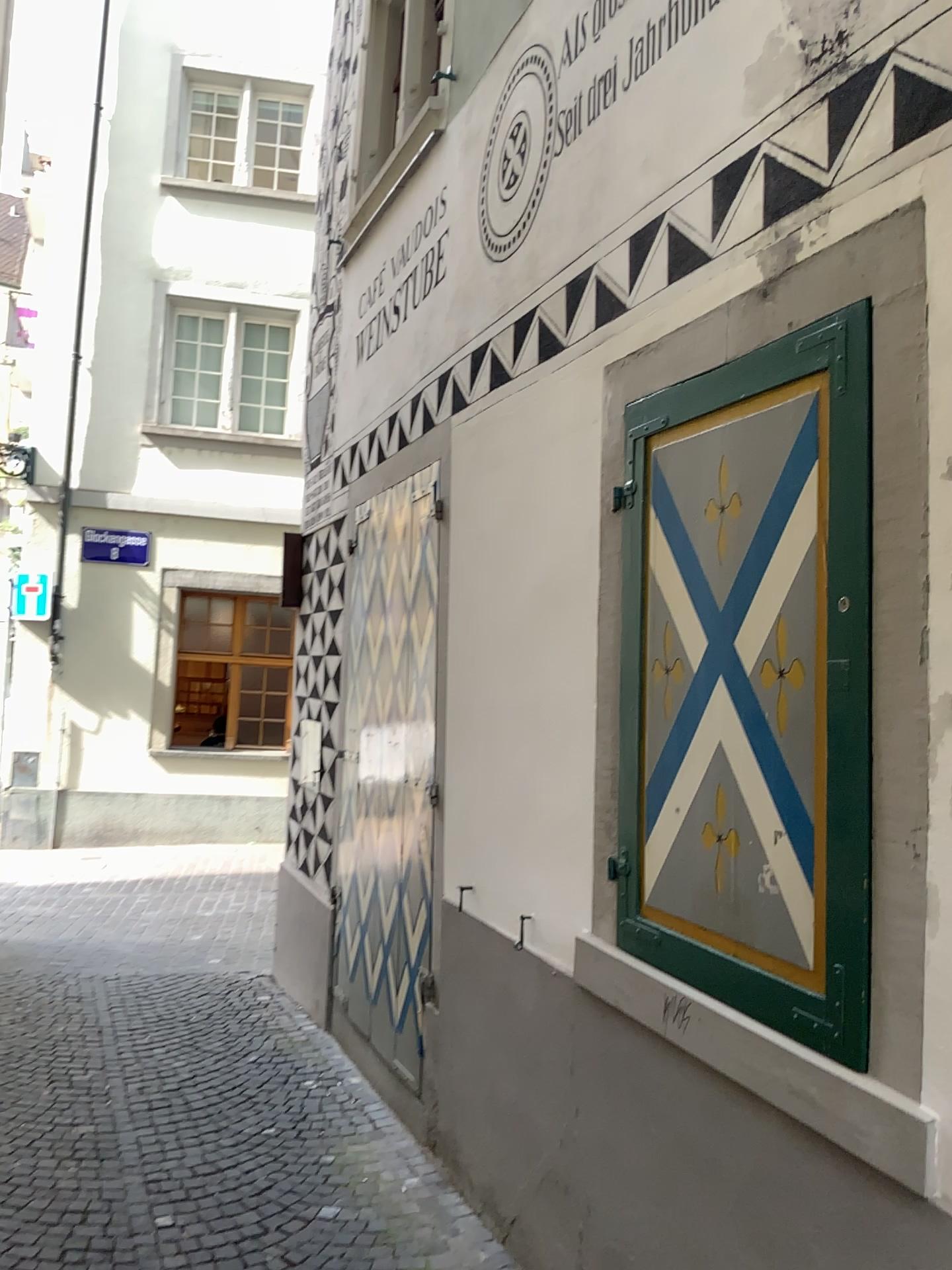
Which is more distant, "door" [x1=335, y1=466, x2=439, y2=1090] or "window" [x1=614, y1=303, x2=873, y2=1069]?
"door" [x1=335, y1=466, x2=439, y2=1090]

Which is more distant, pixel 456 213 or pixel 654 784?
pixel 456 213

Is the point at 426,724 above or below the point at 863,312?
below

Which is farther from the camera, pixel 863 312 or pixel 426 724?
pixel 426 724
